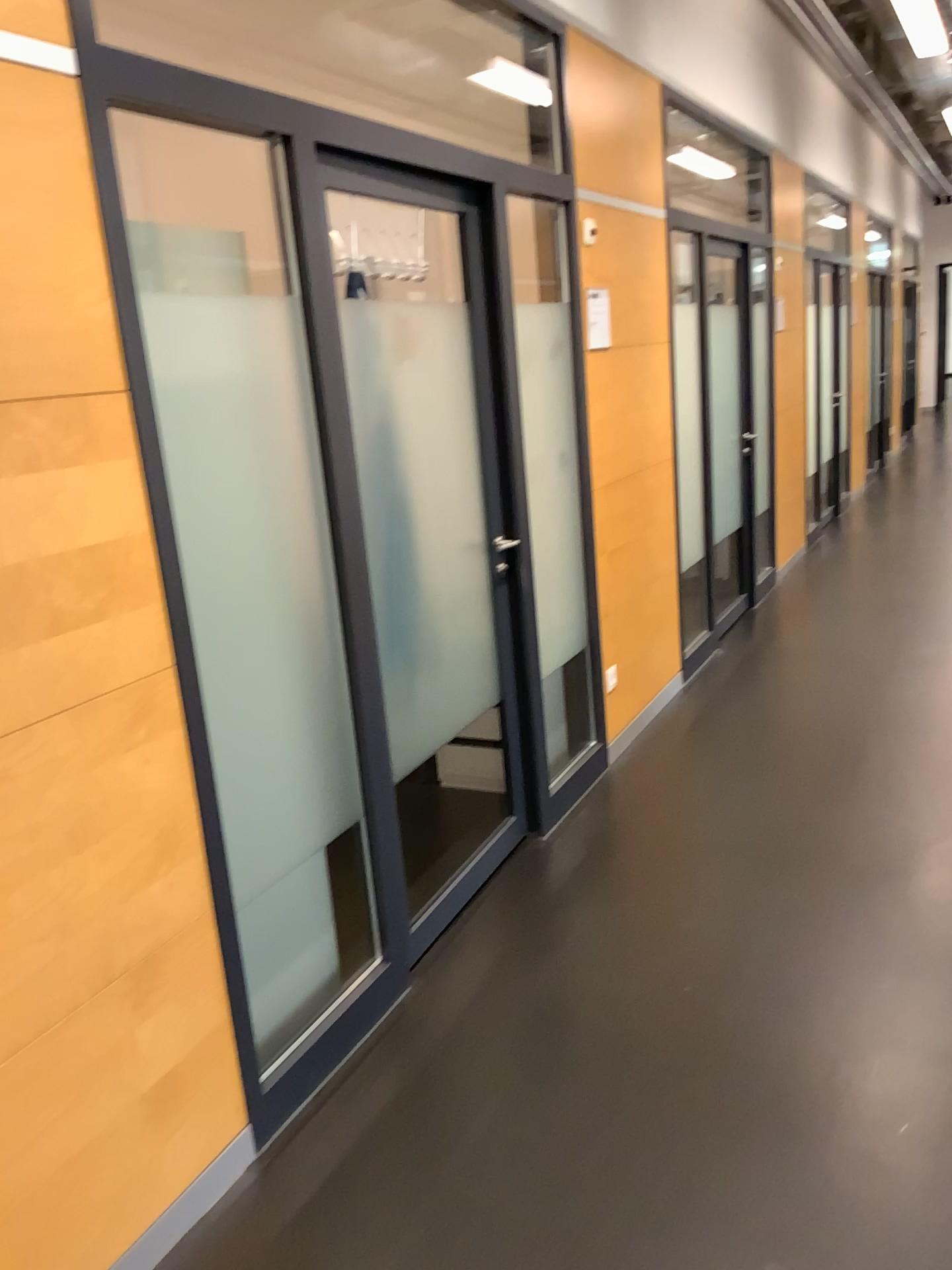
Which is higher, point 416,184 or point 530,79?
point 530,79

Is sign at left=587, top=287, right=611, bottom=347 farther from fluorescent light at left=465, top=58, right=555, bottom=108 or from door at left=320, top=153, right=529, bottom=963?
door at left=320, top=153, right=529, bottom=963

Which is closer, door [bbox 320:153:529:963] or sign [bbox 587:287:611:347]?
door [bbox 320:153:529:963]

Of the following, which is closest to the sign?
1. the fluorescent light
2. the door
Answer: the fluorescent light

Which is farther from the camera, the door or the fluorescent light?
the fluorescent light

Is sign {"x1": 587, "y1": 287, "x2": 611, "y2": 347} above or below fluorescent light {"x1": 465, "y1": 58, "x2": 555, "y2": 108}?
below

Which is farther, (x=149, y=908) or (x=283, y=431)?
(x=283, y=431)

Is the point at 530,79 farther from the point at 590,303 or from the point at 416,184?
the point at 416,184

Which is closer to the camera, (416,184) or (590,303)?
(416,184)
